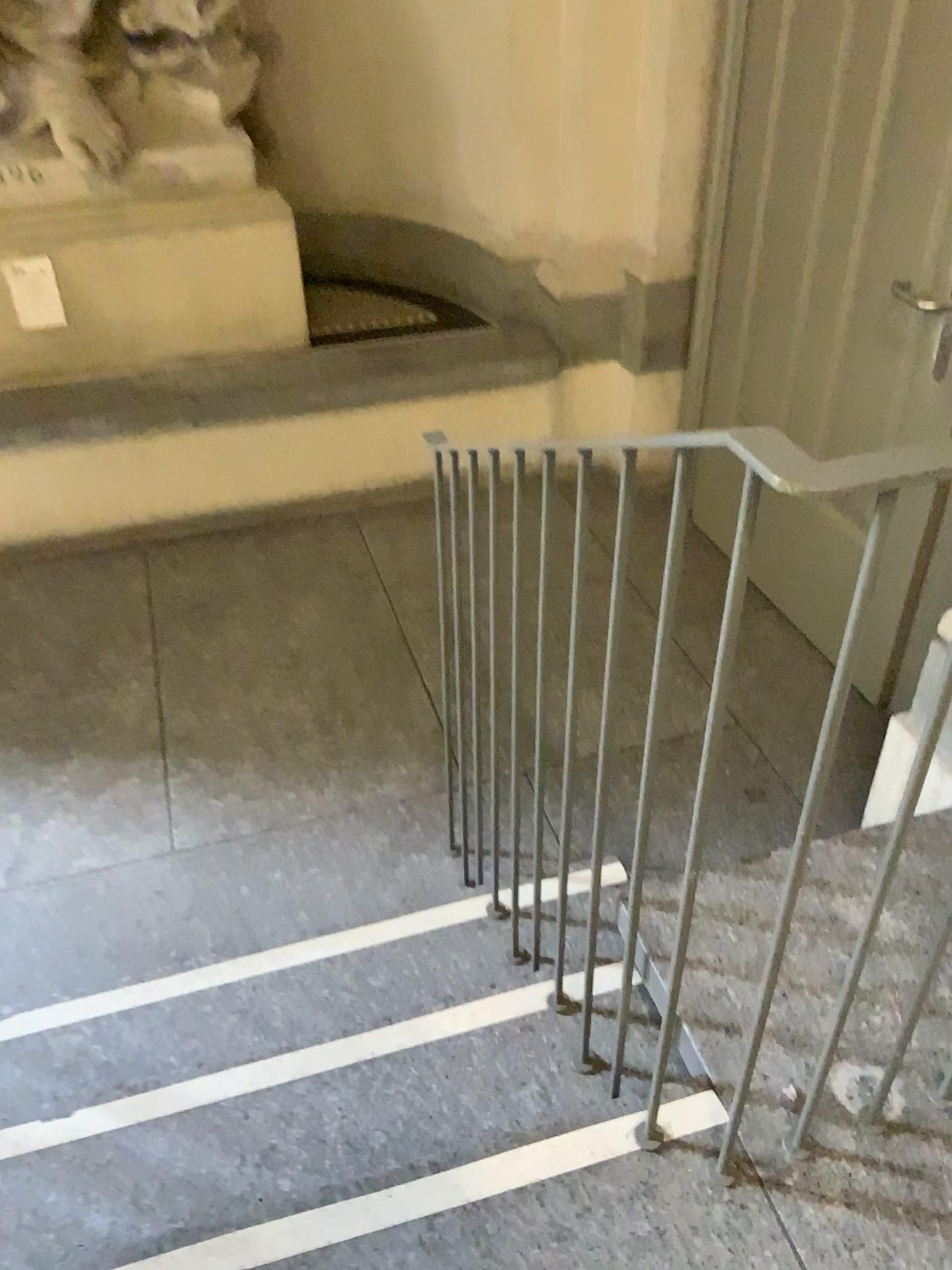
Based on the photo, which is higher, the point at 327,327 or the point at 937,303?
the point at 937,303

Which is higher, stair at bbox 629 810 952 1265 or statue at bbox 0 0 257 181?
statue at bbox 0 0 257 181

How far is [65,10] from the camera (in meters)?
3.02

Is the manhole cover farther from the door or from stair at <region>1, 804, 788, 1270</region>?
stair at <region>1, 804, 788, 1270</region>

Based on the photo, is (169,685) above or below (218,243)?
below

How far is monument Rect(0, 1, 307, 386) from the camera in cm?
308

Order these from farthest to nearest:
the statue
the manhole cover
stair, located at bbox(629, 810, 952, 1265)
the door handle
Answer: the manhole cover → the statue → the door handle → stair, located at bbox(629, 810, 952, 1265)

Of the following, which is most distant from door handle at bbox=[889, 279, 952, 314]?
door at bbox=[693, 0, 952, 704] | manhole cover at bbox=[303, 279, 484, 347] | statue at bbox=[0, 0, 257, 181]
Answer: statue at bbox=[0, 0, 257, 181]

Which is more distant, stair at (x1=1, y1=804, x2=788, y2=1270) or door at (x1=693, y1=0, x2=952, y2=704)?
door at (x1=693, y1=0, x2=952, y2=704)

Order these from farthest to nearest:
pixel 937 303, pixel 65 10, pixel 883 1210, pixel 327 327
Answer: pixel 327 327 < pixel 65 10 < pixel 937 303 < pixel 883 1210
